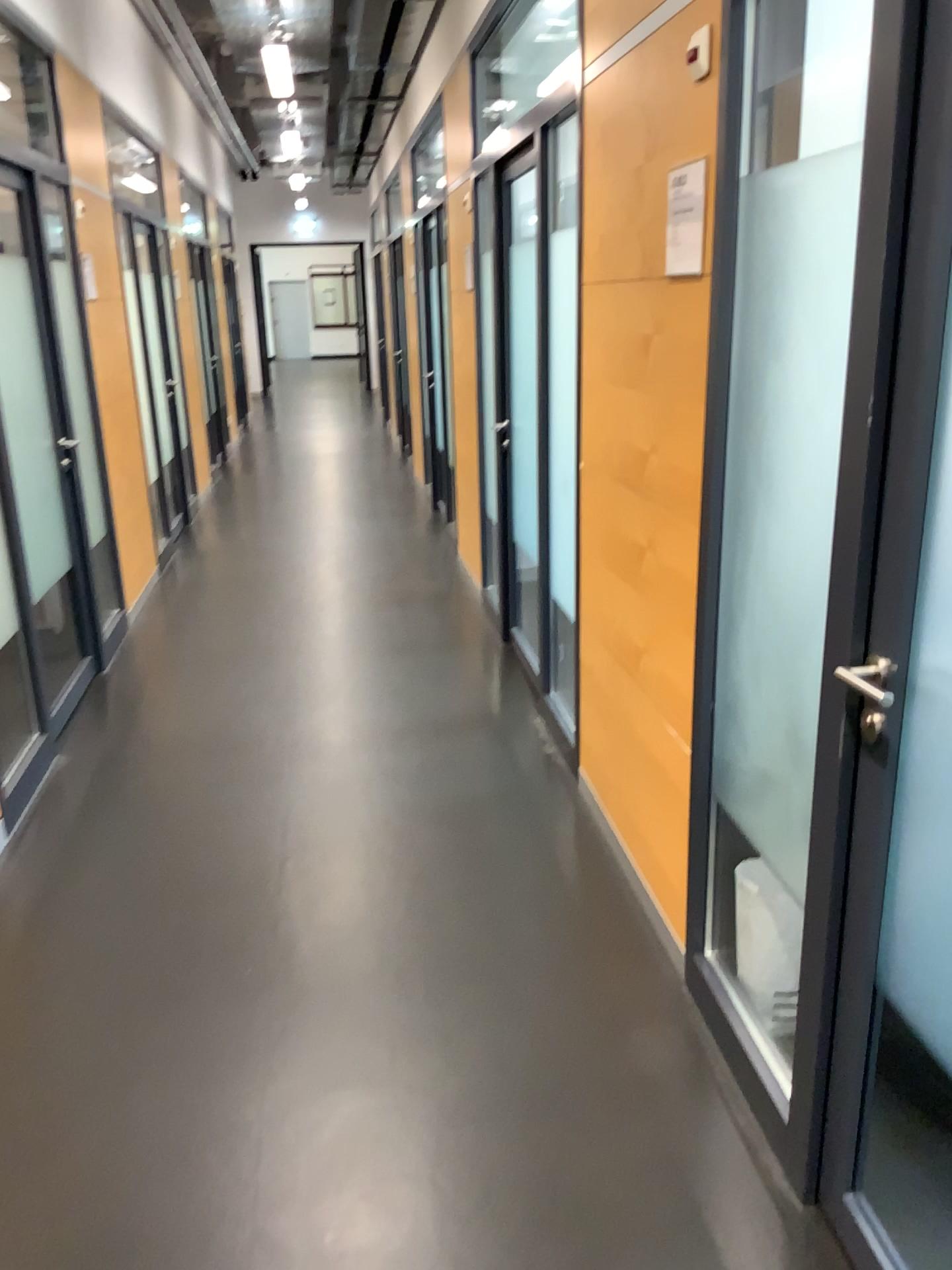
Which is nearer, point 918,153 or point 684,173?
point 918,153

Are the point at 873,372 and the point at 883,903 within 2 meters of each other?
yes

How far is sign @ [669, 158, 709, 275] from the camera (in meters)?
2.27

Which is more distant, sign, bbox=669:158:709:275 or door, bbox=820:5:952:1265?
sign, bbox=669:158:709:275

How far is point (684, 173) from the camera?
2.3 meters
